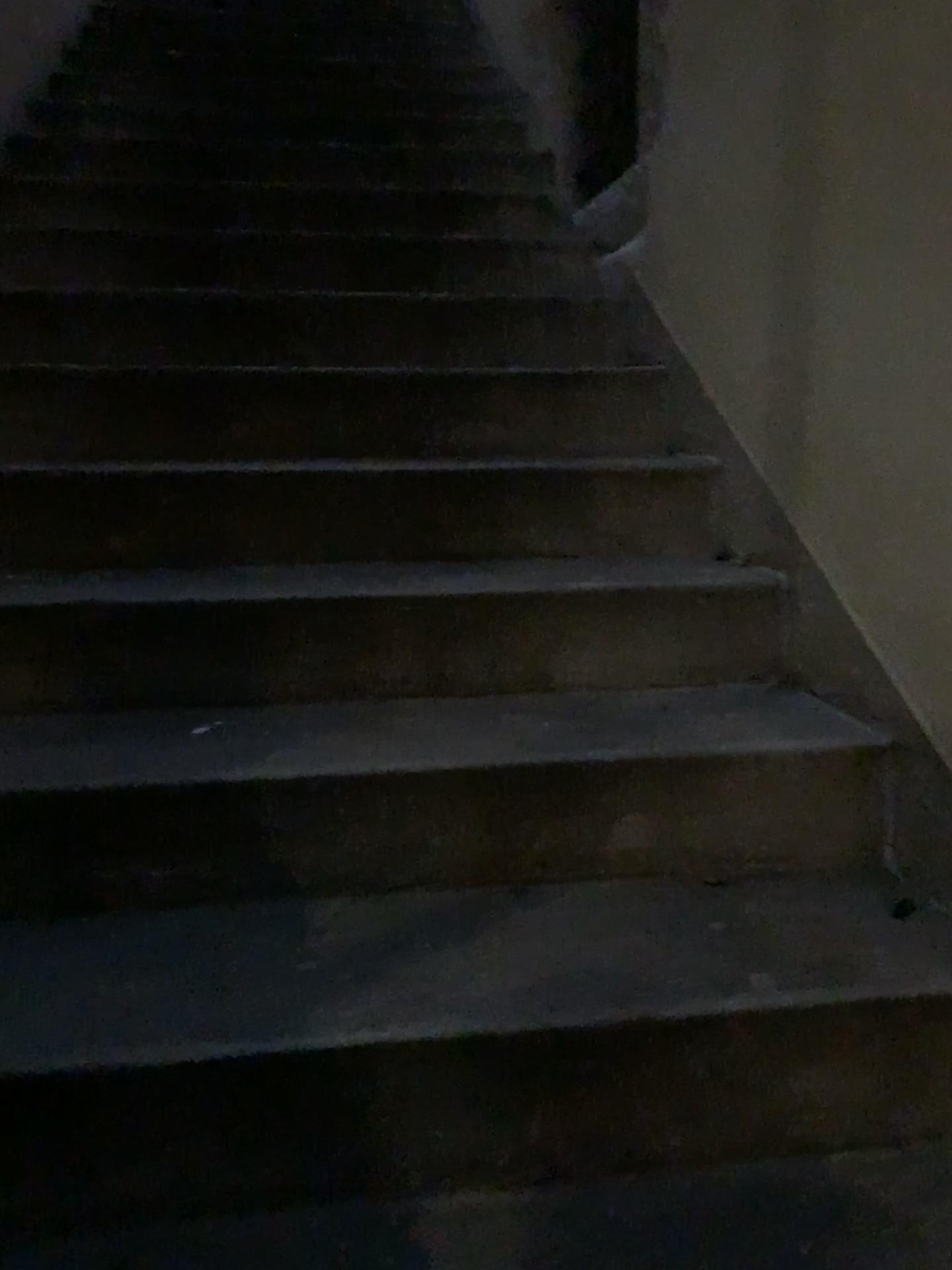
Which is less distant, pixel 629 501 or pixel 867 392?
pixel 867 392
